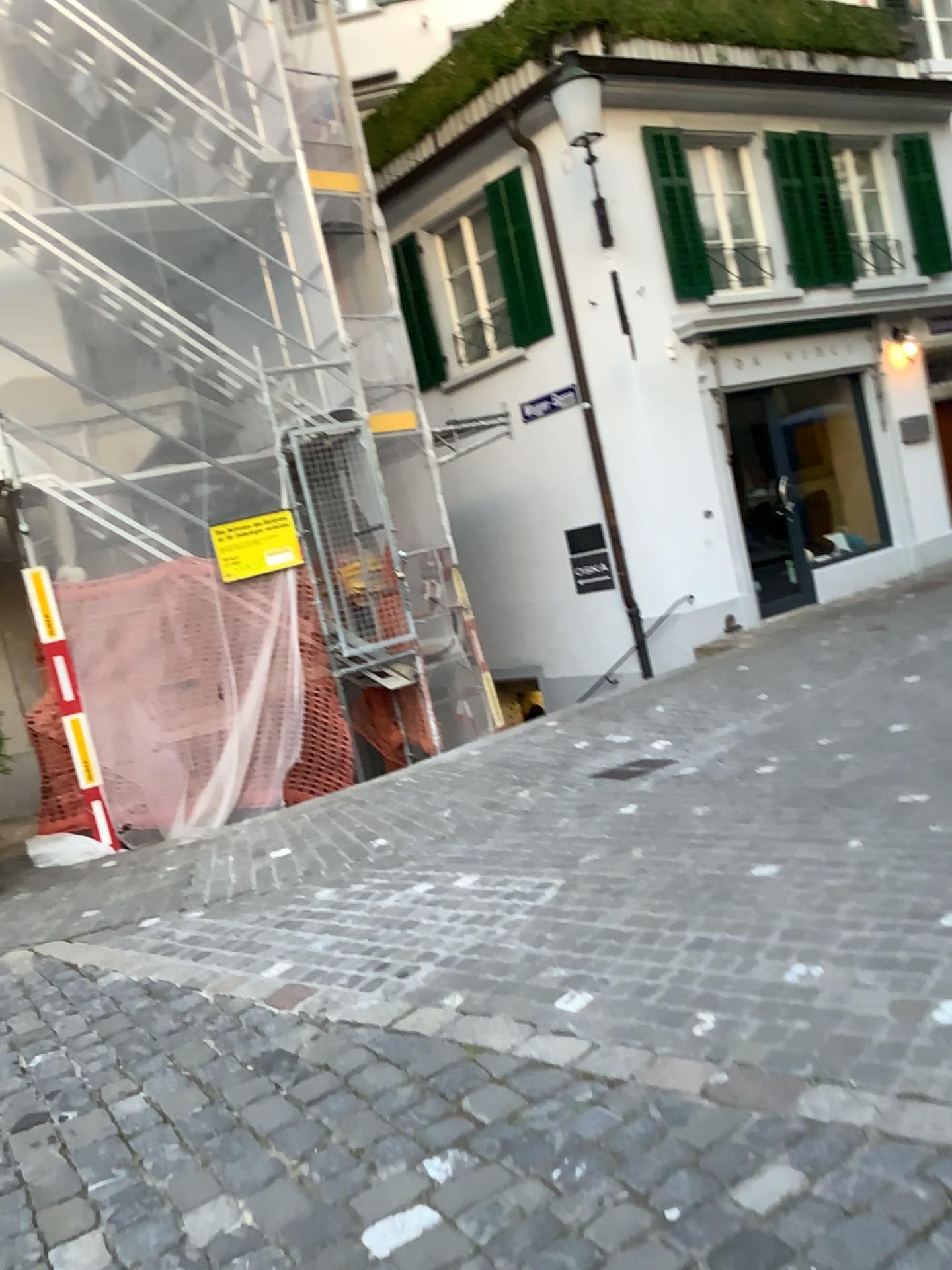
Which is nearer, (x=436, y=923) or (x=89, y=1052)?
(x=89, y=1052)
